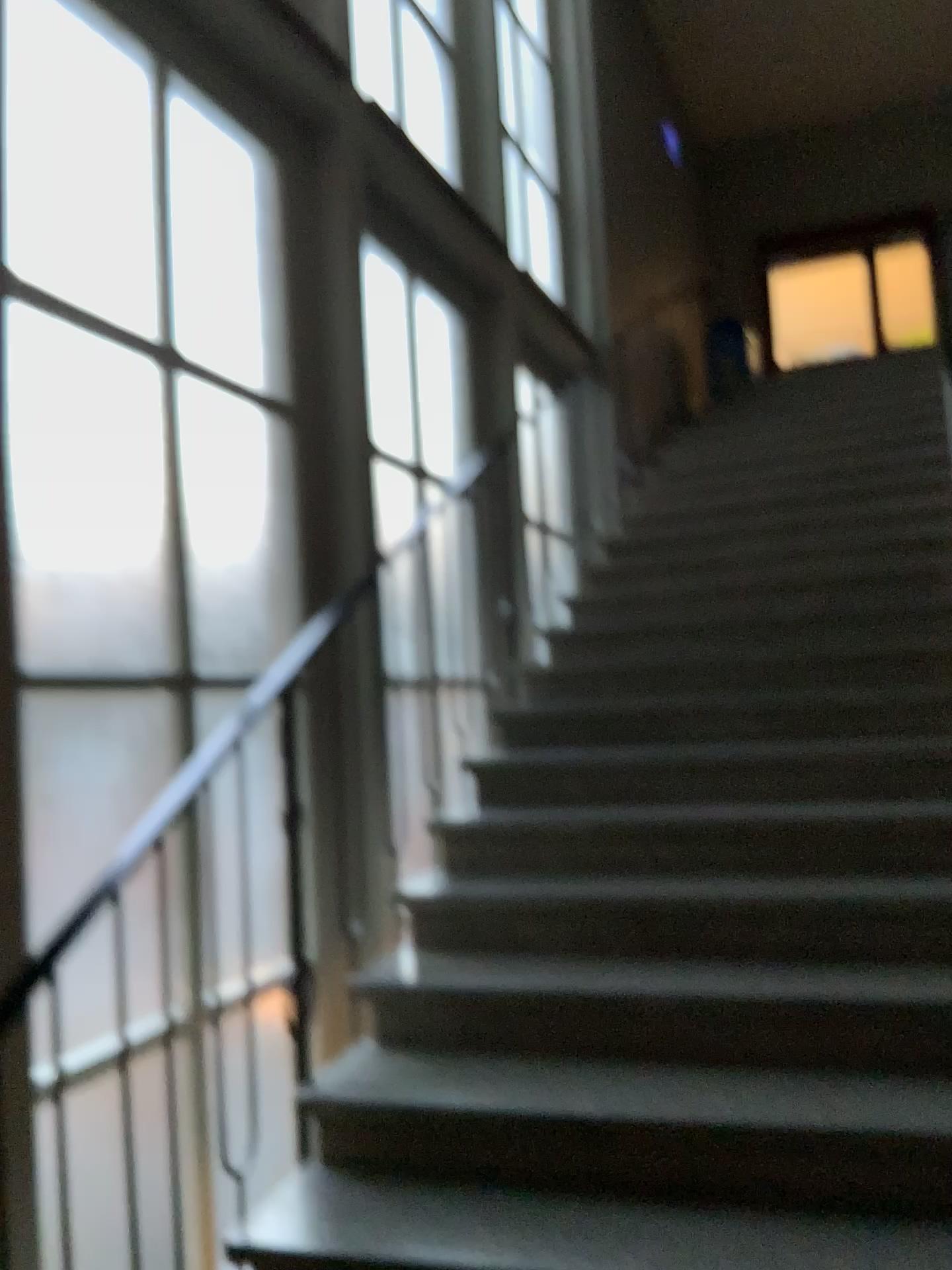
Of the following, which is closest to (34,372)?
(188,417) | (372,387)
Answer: (188,417)

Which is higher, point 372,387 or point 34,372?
point 372,387

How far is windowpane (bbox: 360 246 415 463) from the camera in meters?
4.4

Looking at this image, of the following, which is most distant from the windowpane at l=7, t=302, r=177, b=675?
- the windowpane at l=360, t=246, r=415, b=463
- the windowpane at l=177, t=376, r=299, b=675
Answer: the windowpane at l=360, t=246, r=415, b=463

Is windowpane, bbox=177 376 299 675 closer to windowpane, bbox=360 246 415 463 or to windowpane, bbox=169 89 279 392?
windowpane, bbox=169 89 279 392

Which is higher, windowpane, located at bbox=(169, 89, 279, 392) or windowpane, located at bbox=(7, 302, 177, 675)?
windowpane, located at bbox=(169, 89, 279, 392)

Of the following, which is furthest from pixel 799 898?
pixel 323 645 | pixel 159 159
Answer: pixel 159 159

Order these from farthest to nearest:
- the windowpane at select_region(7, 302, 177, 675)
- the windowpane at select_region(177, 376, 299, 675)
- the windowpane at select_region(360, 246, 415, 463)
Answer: the windowpane at select_region(360, 246, 415, 463) < the windowpane at select_region(177, 376, 299, 675) < the windowpane at select_region(7, 302, 177, 675)

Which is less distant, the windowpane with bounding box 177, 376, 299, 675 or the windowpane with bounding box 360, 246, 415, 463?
the windowpane with bounding box 177, 376, 299, 675

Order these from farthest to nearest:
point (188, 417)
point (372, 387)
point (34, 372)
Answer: point (372, 387), point (188, 417), point (34, 372)
